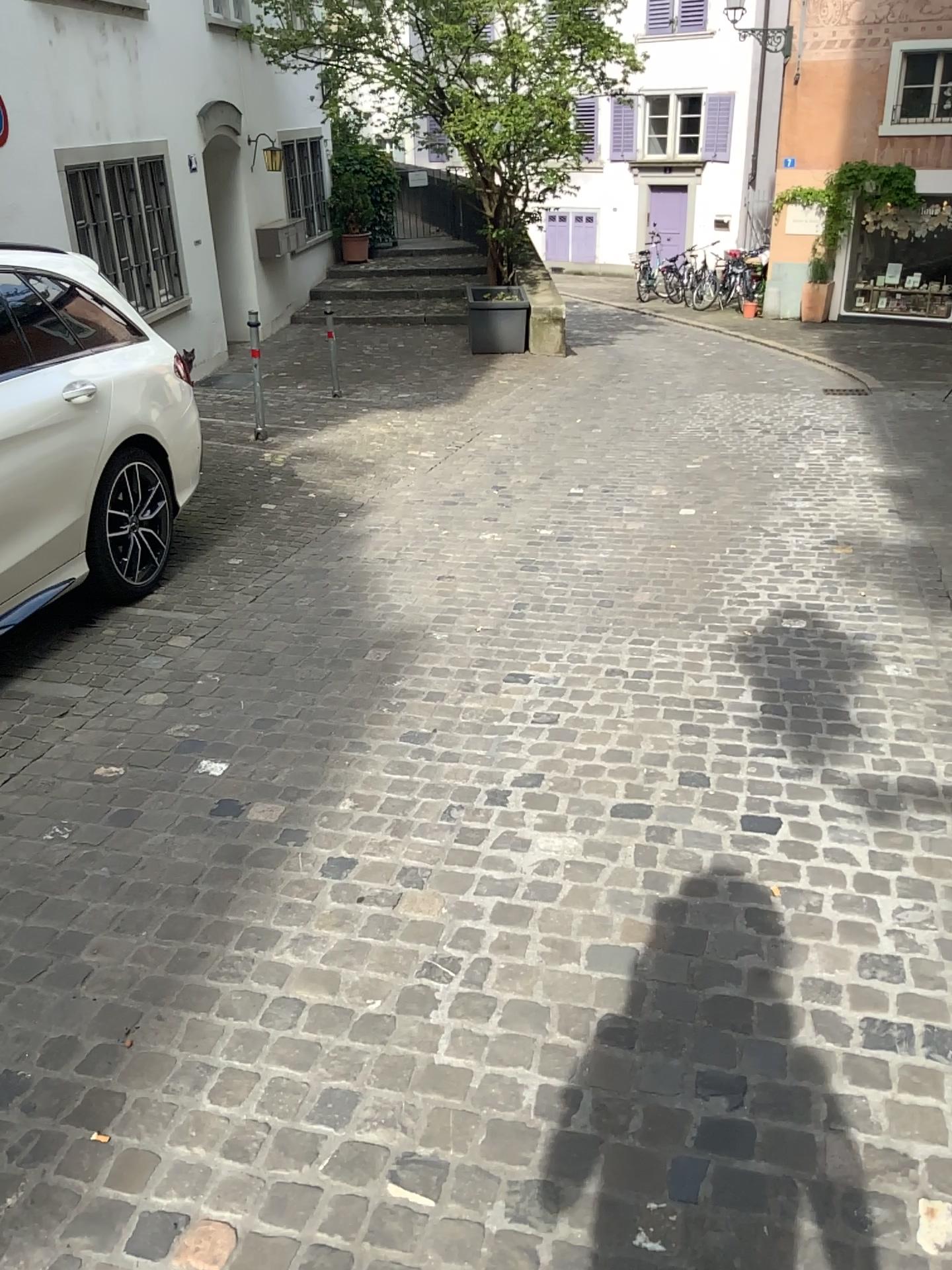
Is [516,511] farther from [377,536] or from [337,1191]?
[337,1191]
